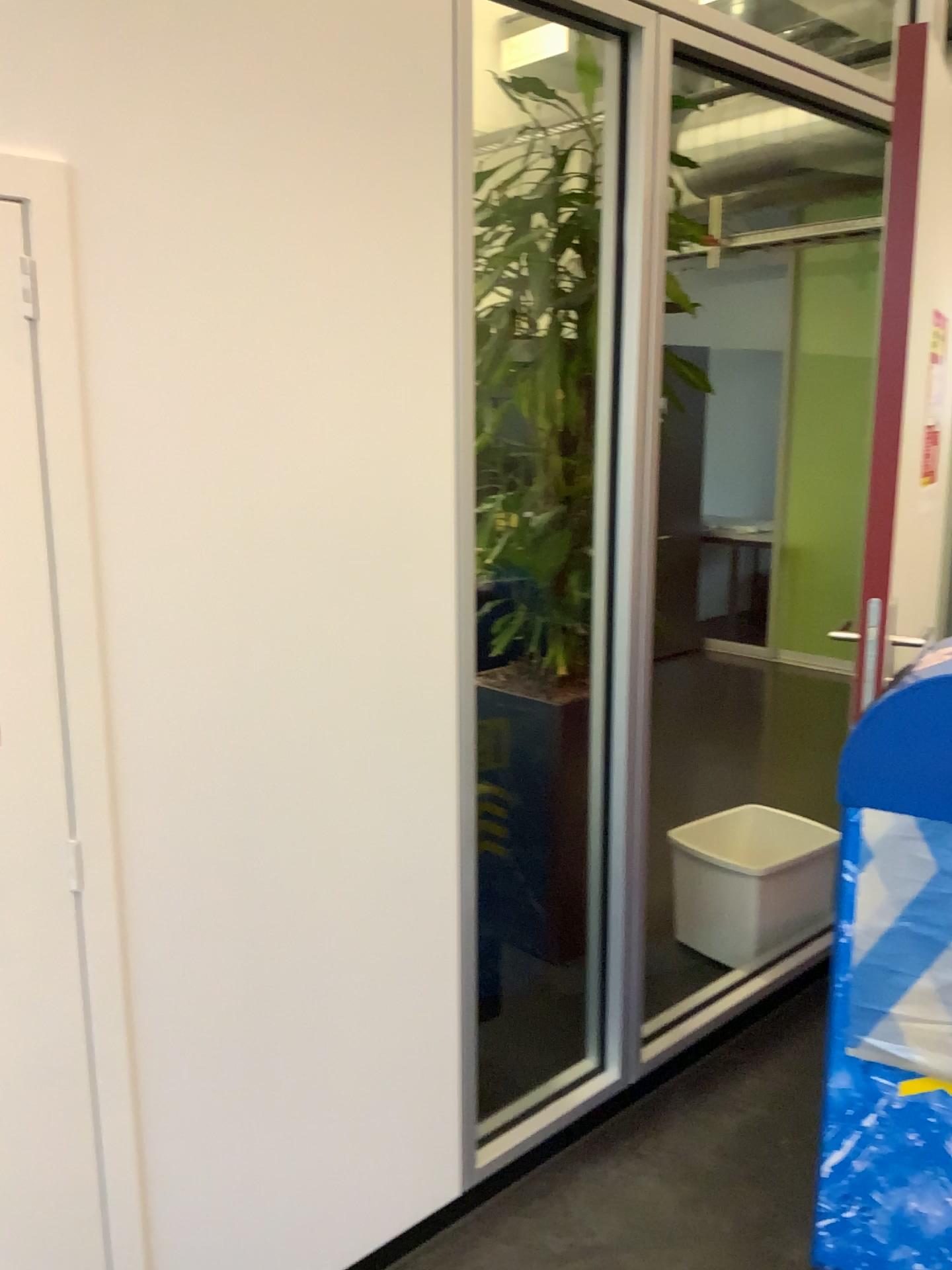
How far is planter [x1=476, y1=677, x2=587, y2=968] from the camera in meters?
2.6 m

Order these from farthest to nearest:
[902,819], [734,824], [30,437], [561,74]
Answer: [734,824] < [561,74] < [902,819] < [30,437]

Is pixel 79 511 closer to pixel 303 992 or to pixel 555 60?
pixel 303 992

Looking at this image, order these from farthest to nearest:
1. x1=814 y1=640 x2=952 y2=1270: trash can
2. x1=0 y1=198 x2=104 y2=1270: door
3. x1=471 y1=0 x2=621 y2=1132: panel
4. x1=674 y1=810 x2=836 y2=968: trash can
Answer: x1=674 y1=810 x2=836 y2=968: trash can < x1=471 y1=0 x2=621 y2=1132: panel < x1=814 y1=640 x2=952 y2=1270: trash can < x1=0 y1=198 x2=104 y2=1270: door

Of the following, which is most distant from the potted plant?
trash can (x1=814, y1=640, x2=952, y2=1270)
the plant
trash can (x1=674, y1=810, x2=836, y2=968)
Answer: trash can (x1=814, y1=640, x2=952, y2=1270)

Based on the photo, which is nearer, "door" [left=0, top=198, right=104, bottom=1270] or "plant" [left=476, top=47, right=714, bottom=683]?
"door" [left=0, top=198, right=104, bottom=1270]

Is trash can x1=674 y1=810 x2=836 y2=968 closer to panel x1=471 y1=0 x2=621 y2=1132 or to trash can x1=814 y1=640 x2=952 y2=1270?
panel x1=471 y1=0 x2=621 y2=1132

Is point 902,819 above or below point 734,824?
above

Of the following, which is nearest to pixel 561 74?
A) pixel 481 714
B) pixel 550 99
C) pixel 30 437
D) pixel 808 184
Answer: pixel 550 99

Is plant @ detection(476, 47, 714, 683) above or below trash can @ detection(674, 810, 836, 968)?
above
